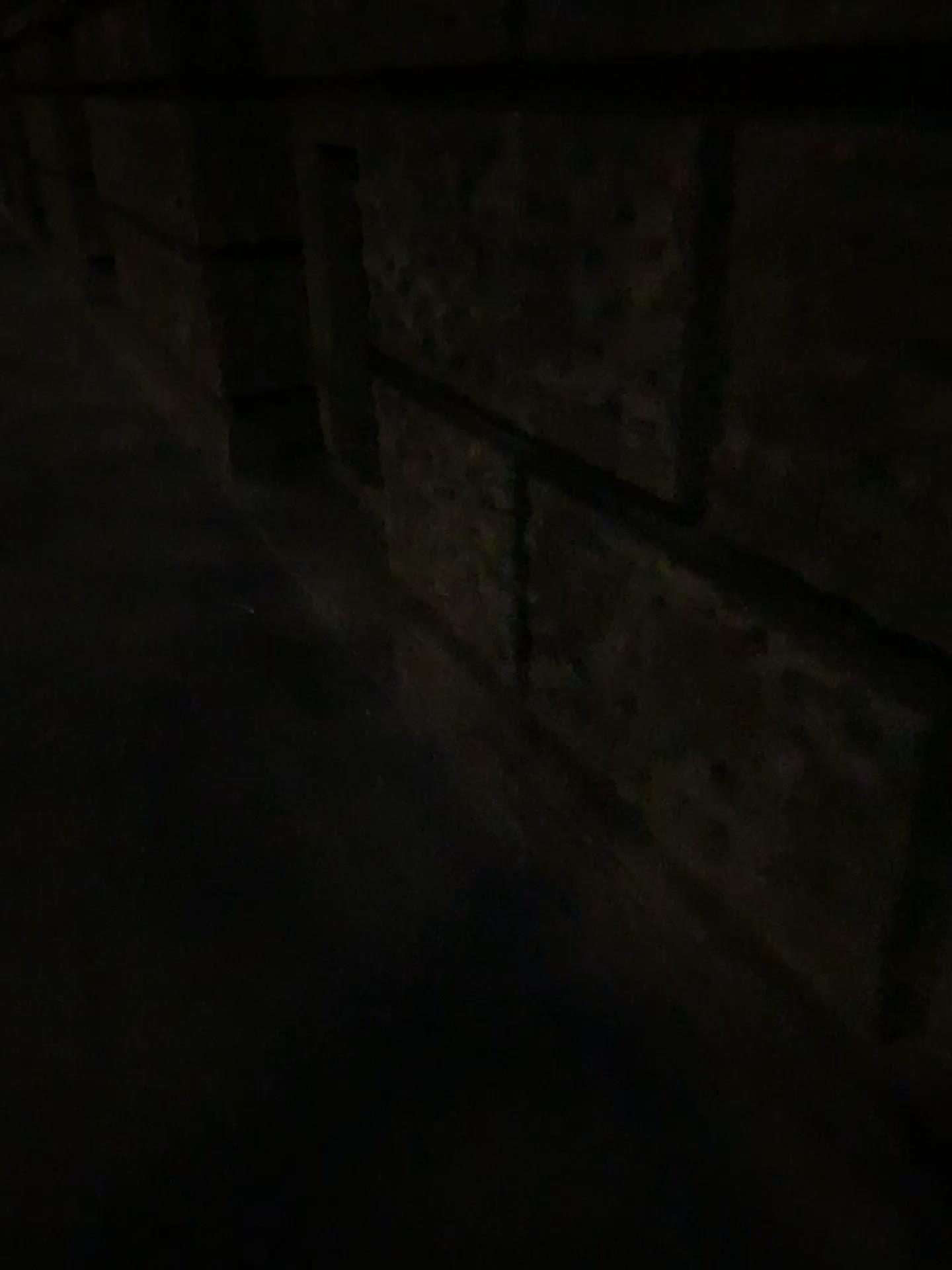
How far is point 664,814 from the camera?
1.5m
